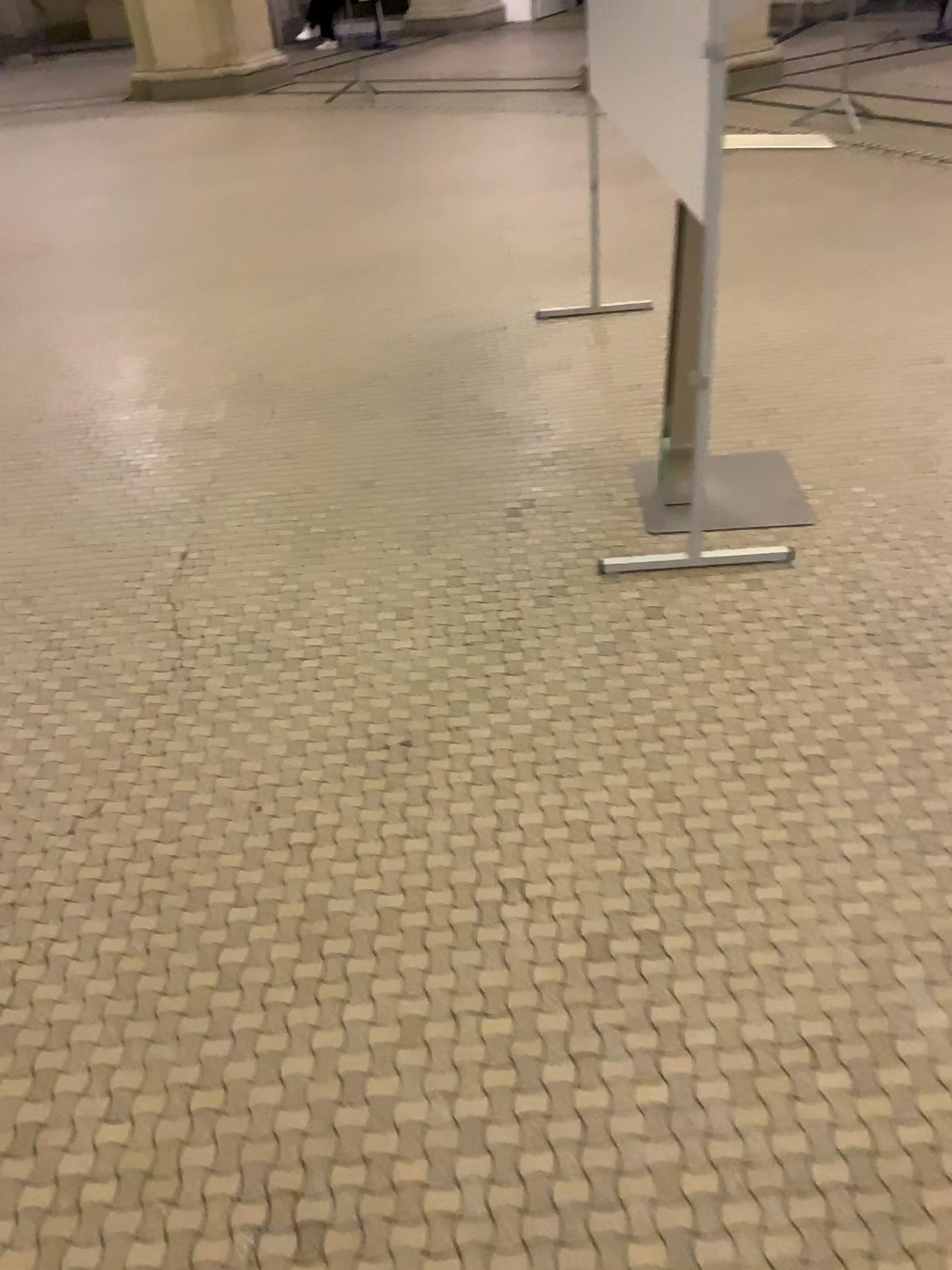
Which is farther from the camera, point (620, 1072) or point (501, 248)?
point (501, 248)
